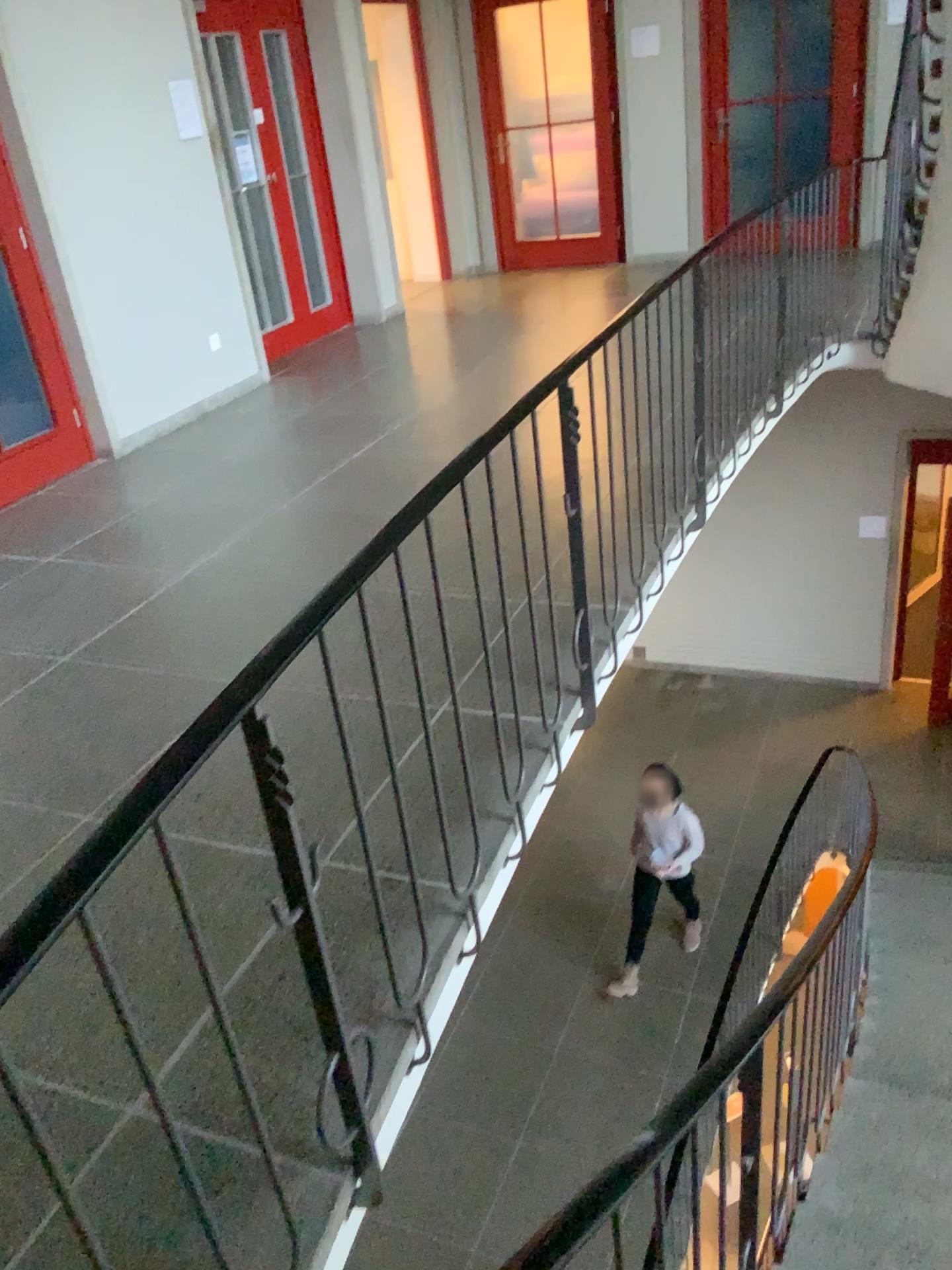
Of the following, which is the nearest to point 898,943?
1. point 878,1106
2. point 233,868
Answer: point 878,1106
